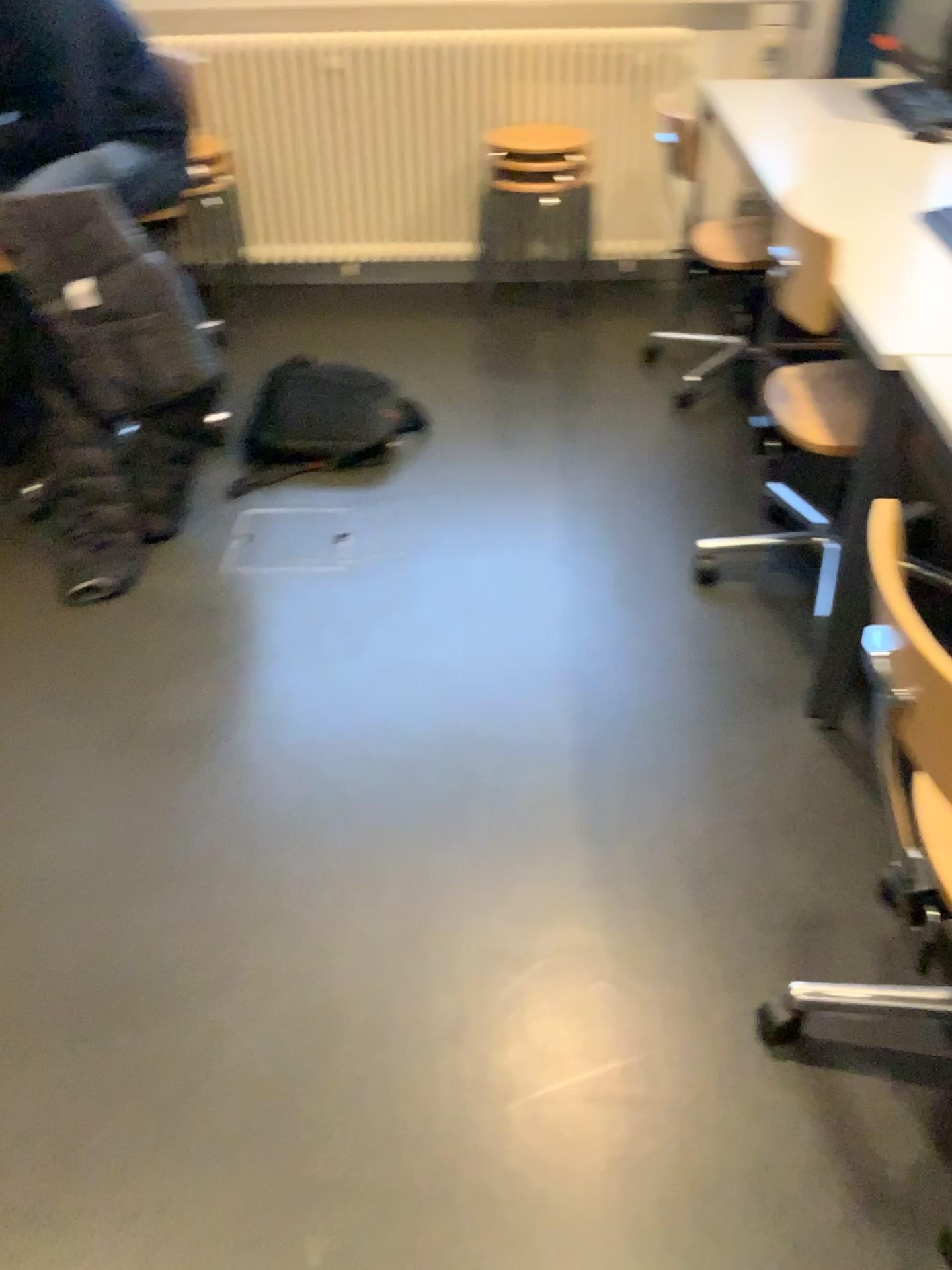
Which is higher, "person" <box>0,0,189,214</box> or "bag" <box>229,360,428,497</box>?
"person" <box>0,0,189,214</box>

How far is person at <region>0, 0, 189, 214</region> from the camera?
2.72m

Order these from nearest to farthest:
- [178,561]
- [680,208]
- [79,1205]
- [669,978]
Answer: [79,1205] → [669,978] → [178,561] → [680,208]

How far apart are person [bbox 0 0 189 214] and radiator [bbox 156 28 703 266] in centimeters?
74cm

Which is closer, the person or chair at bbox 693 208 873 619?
chair at bbox 693 208 873 619

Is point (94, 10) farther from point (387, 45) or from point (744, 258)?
point (744, 258)

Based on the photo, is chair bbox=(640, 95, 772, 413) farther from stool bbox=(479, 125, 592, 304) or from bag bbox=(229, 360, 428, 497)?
bag bbox=(229, 360, 428, 497)

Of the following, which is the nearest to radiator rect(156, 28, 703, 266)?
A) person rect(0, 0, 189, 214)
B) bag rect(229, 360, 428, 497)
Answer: person rect(0, 0, 189, 214)

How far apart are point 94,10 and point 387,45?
1.1 meters

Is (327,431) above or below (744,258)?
below
